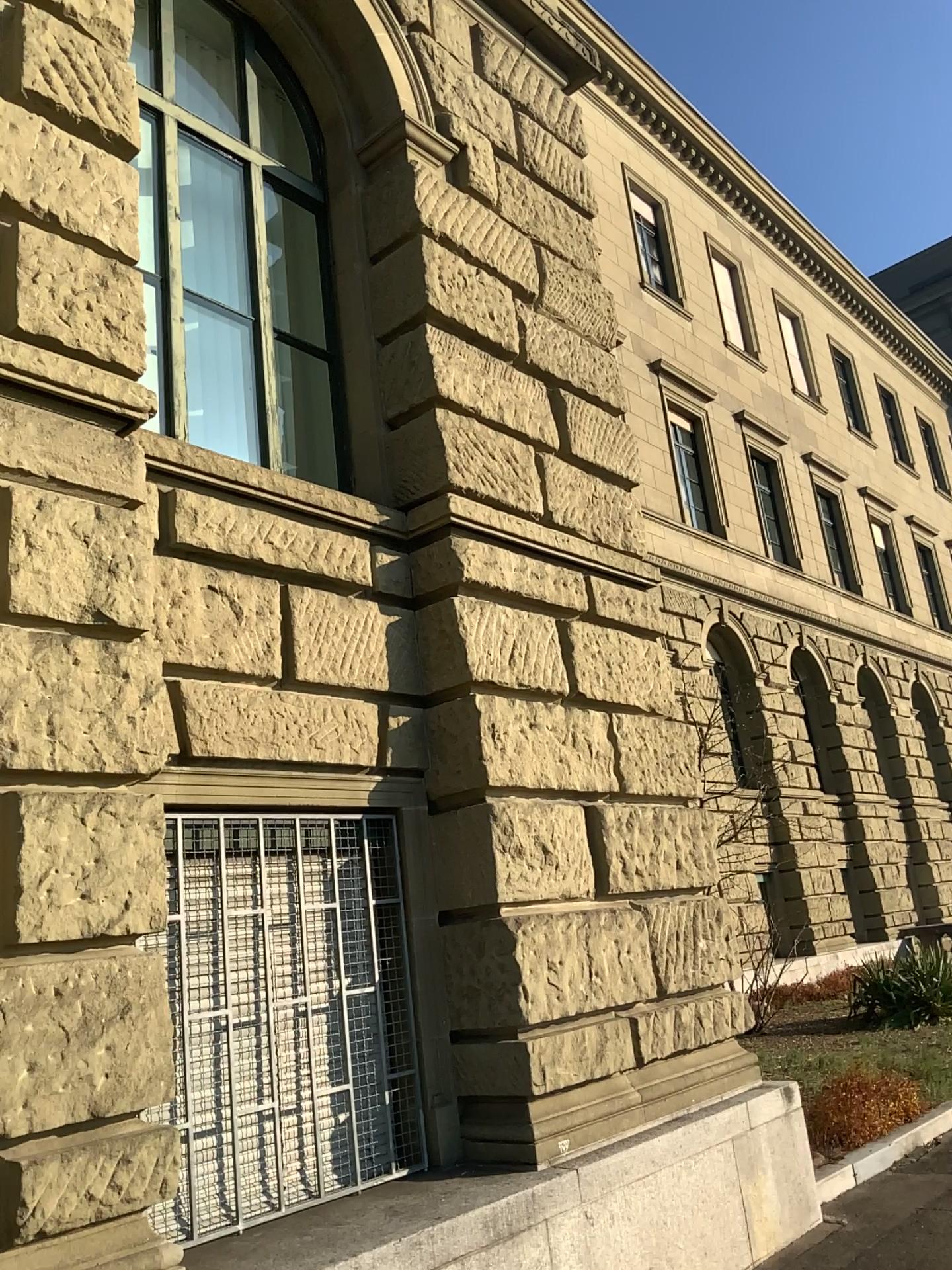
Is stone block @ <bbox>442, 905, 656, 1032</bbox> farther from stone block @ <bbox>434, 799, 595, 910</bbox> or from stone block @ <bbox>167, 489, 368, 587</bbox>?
stone block @ <bbox>167, 489, 368, 587</bbox>

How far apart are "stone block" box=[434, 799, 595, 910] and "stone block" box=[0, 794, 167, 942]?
1.7m

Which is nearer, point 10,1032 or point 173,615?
point 10,1032

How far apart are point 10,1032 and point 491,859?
2.29m

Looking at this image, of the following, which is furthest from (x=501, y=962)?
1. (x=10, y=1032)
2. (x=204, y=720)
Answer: (x=10, y=1032)

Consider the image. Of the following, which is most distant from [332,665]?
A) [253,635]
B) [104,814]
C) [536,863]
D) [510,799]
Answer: [104,814]

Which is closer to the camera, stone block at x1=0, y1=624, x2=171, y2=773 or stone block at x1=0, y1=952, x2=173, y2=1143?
stone block at x1=0, y1=952, x2=173, y2=1143

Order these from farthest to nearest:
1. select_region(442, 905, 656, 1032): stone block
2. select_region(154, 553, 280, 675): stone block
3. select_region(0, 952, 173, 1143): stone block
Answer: select_region(442, 905, 656, 1032): stone block
select_region(154, 553, 280, 675): stone block
select_region(0, 952, 173, 1143): stone block

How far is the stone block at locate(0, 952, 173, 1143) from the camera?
2.94m

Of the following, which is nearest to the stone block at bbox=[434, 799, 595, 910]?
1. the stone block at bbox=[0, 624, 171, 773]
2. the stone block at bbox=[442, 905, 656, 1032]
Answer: the stone block at bbox=[442, 905, 656, 1032]
